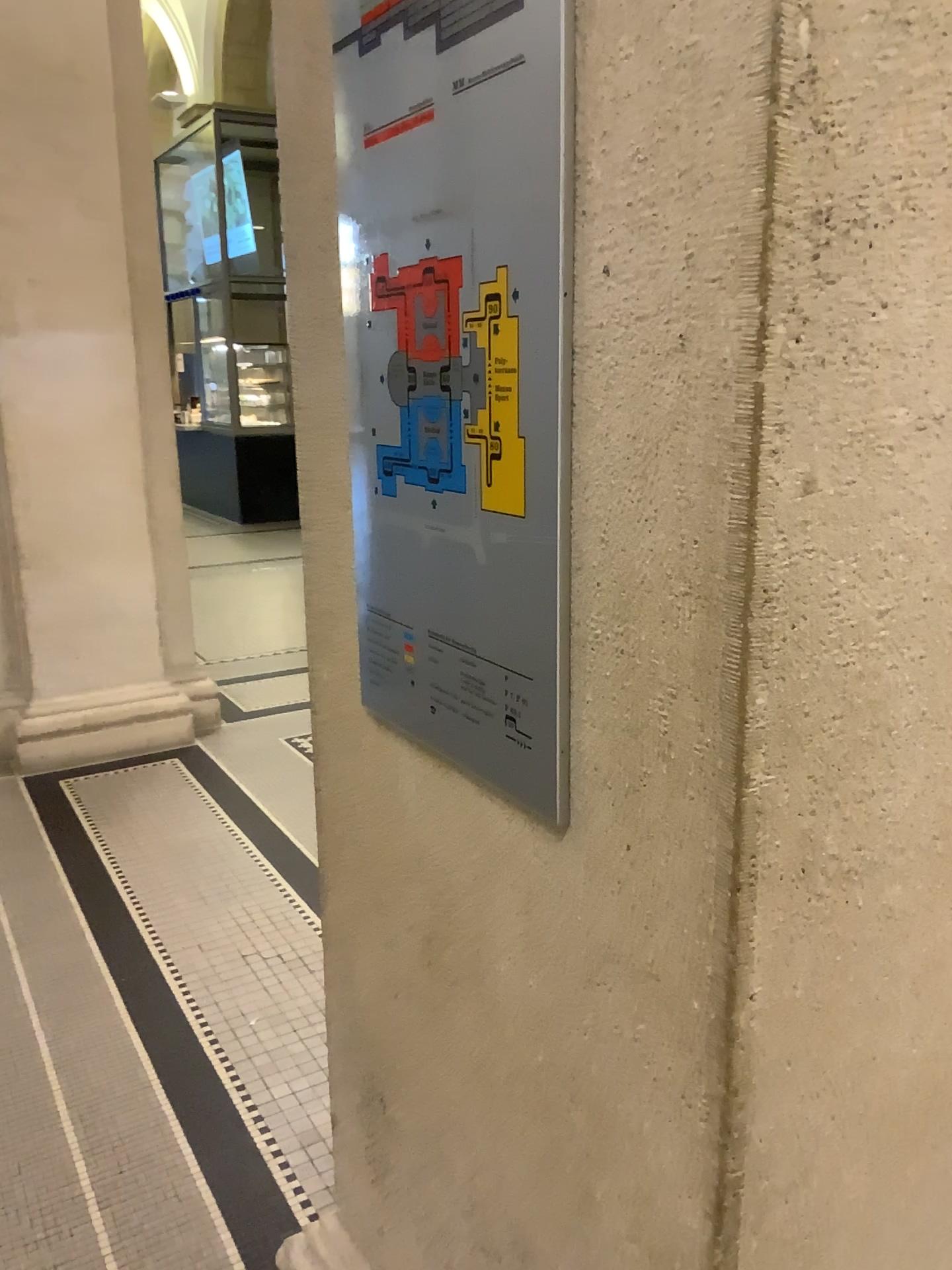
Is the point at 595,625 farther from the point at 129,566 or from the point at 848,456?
the point at 129,566

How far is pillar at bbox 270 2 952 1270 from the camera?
0.7m

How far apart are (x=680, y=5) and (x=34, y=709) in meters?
4.2 m

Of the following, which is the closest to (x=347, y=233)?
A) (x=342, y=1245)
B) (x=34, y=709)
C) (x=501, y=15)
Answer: (x=501, y=15)

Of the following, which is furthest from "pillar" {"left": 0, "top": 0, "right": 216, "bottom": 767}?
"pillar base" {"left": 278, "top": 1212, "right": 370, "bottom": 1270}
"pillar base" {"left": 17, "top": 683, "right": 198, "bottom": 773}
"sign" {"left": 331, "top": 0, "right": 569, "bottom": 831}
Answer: "sign" {"left": 331, "top": 0, "right": 569, "bottom": 831}

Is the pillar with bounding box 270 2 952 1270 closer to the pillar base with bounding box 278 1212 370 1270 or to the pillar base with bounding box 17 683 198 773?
the pillar base with bounding box 278 1212 370 1270

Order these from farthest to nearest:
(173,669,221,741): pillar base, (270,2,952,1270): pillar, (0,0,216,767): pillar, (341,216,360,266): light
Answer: (173,669,221,741): pillar base → (0,0,216,767): pillar → (341,216,360,266): light → (270,2,952,1270): pillar

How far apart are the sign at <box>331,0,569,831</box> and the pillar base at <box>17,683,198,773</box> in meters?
3.5 m

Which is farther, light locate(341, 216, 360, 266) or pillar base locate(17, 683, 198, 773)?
pillar base locate(17, 683, 198, 773)

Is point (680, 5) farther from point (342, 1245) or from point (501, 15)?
point (342, 1245)
